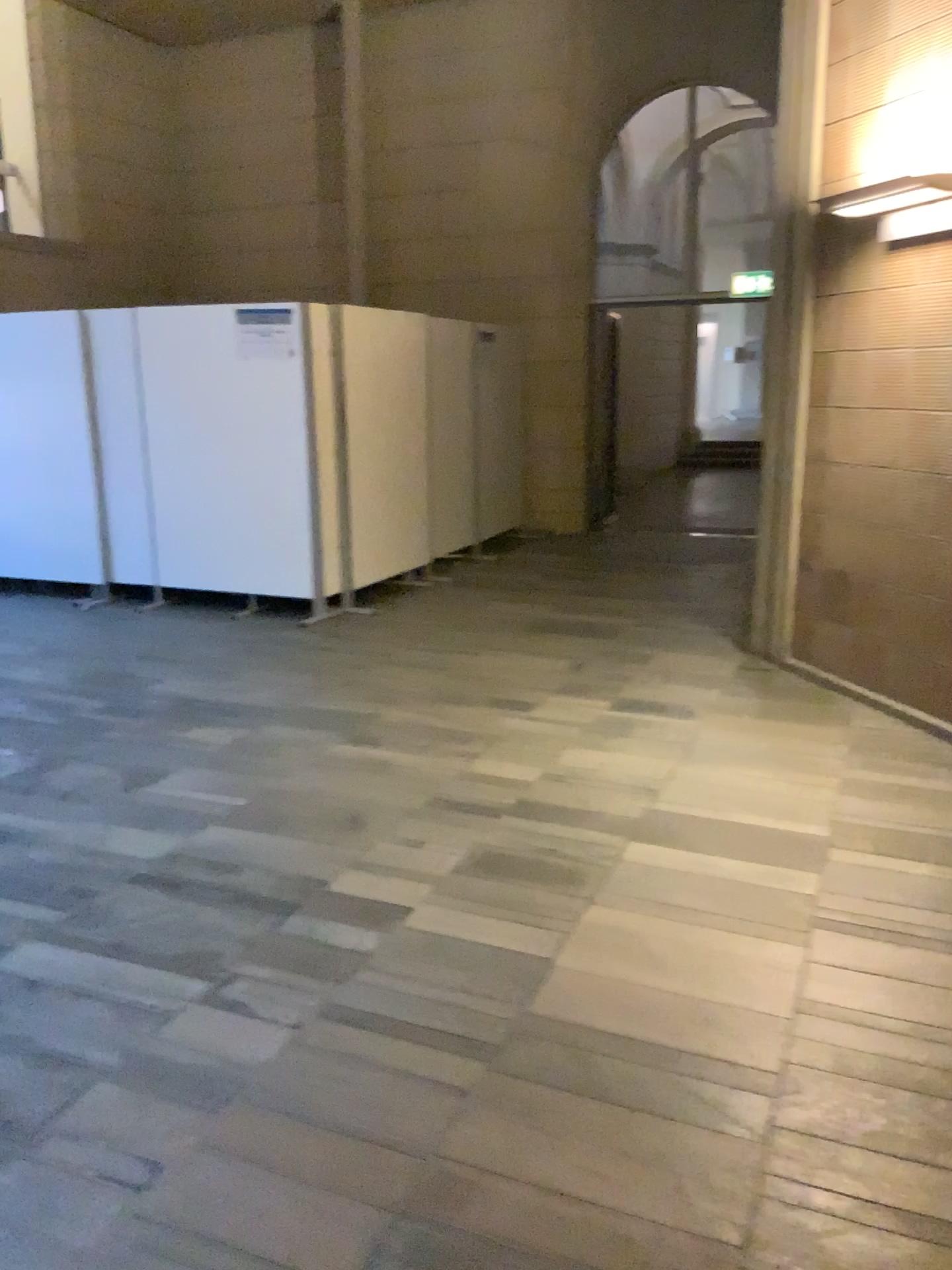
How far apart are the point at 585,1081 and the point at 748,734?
2.4 meters

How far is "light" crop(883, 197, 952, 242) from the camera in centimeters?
418cm

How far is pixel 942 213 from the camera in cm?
418
